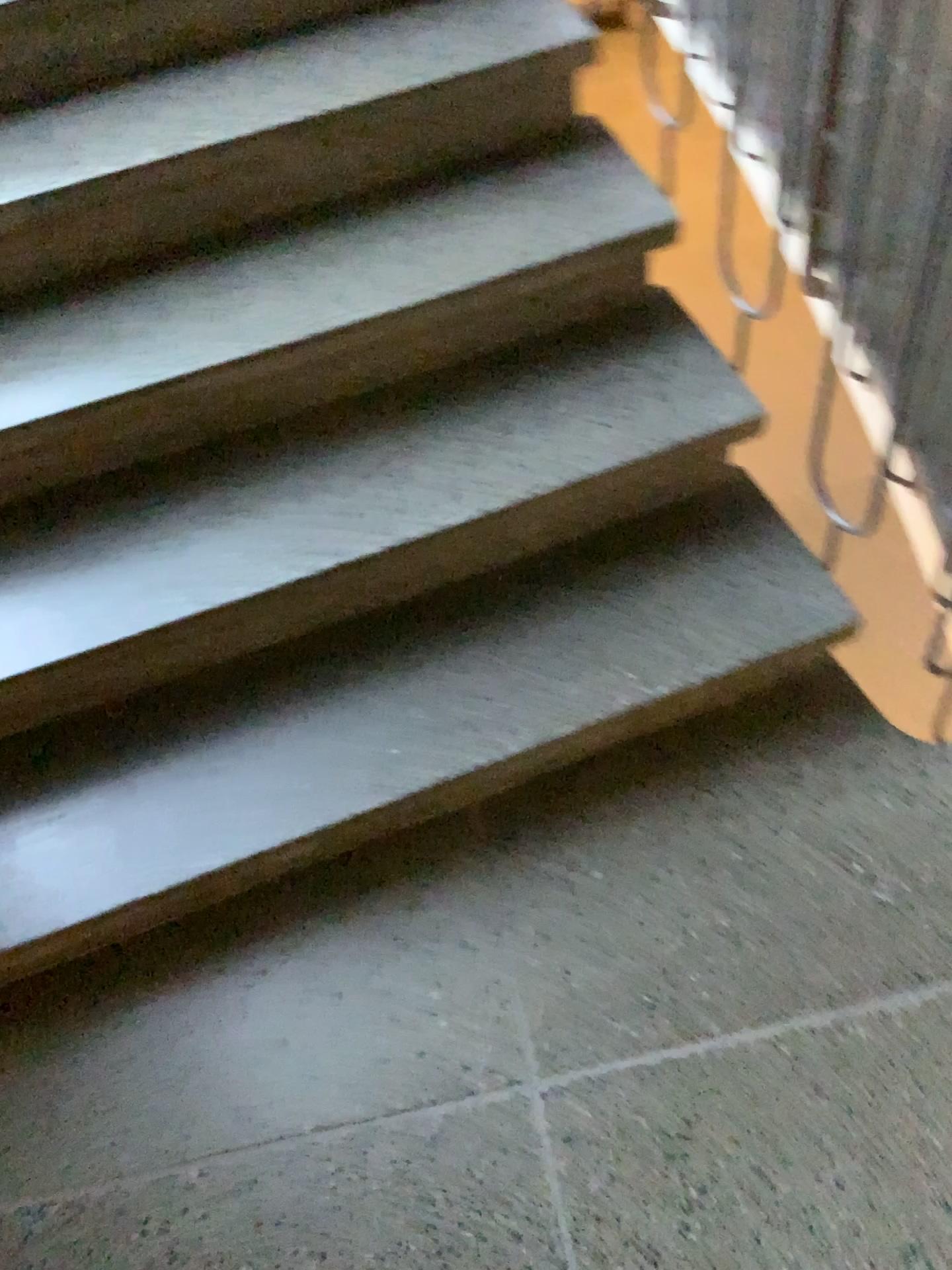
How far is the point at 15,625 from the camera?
1.5m

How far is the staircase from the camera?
1.5m

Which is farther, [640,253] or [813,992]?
[640,253]
